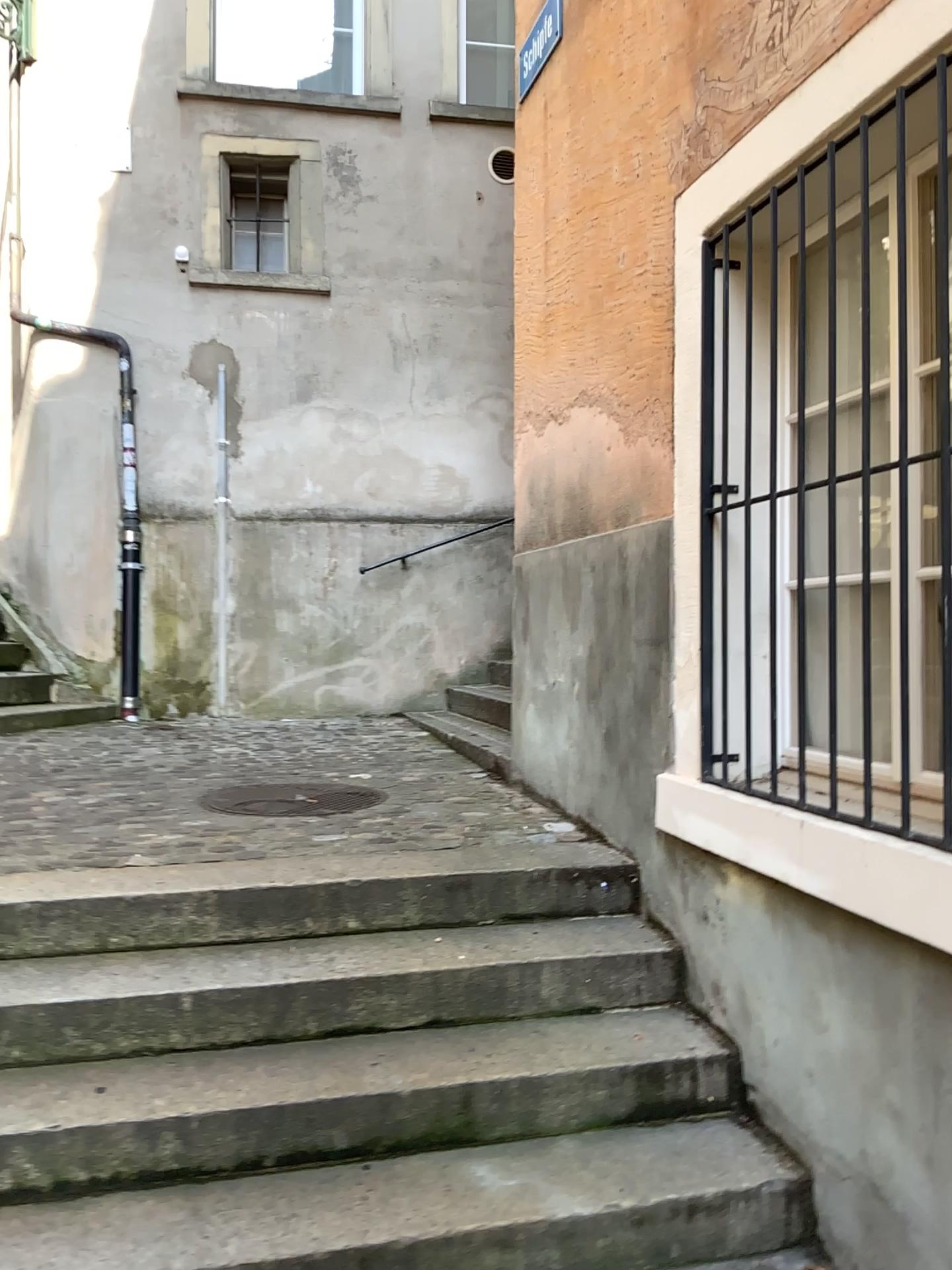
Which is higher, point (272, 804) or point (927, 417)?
point (927, 417)

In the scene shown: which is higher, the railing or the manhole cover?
the railing

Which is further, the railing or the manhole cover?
the manhole cover

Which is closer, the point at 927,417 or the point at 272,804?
the point at 927,417

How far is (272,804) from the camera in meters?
3.8

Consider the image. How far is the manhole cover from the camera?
3.8m

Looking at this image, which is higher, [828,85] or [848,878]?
[828,85]
